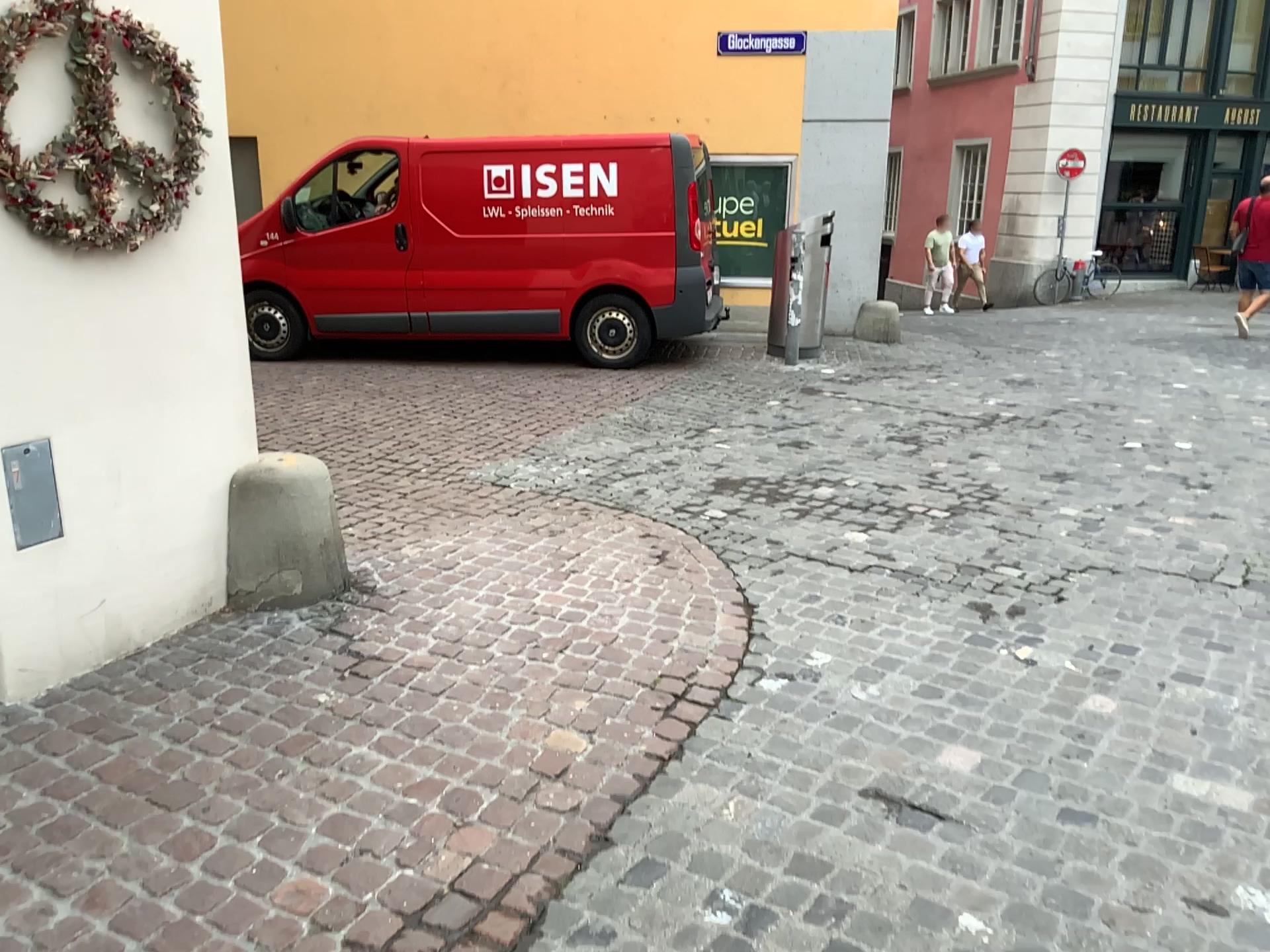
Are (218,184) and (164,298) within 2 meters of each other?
yes
